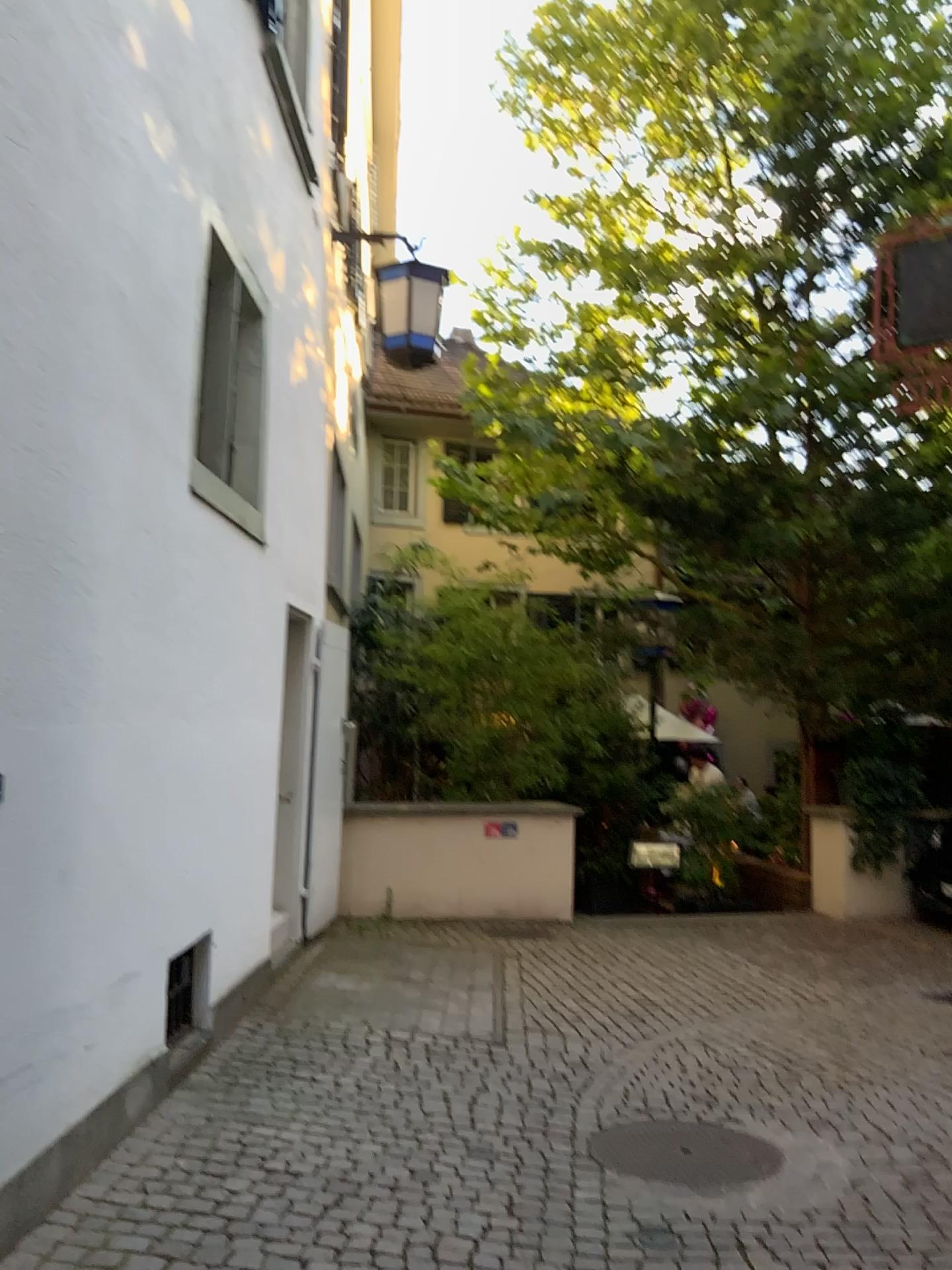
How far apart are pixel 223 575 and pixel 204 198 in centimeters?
154cm
